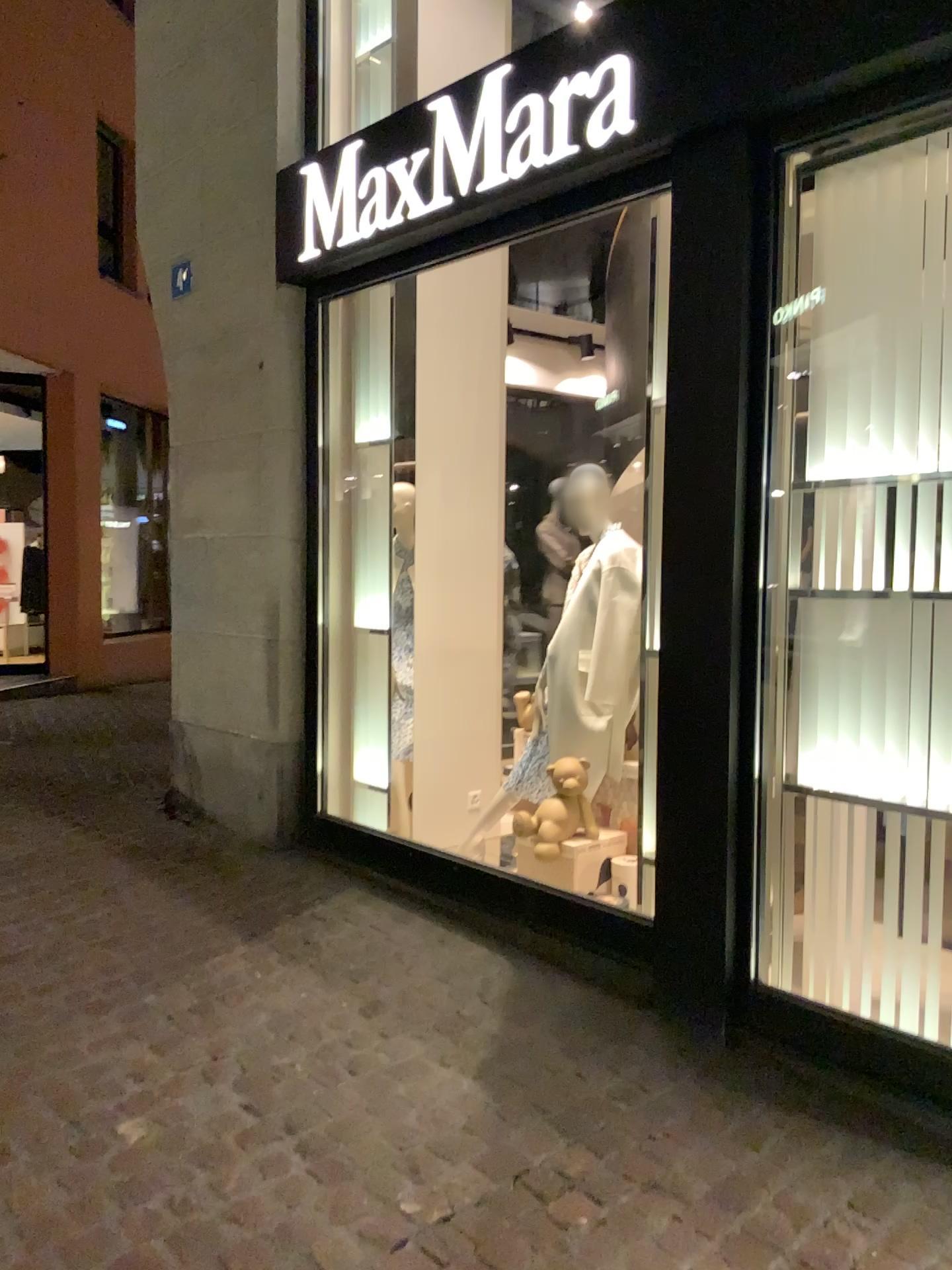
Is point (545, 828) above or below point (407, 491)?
below

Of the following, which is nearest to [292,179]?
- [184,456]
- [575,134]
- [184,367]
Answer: [184,367]

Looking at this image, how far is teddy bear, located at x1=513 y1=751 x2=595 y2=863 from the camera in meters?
4.1

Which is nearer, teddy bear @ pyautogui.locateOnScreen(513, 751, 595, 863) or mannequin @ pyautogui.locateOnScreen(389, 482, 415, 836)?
teddy bear @ pyautogui.locateOnScreen(513, 751, 595, 863)

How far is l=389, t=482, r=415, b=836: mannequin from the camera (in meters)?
4.92

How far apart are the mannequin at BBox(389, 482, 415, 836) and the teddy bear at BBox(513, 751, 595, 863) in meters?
1.0 m

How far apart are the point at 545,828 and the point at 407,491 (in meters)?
1.74

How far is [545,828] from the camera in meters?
4.1
